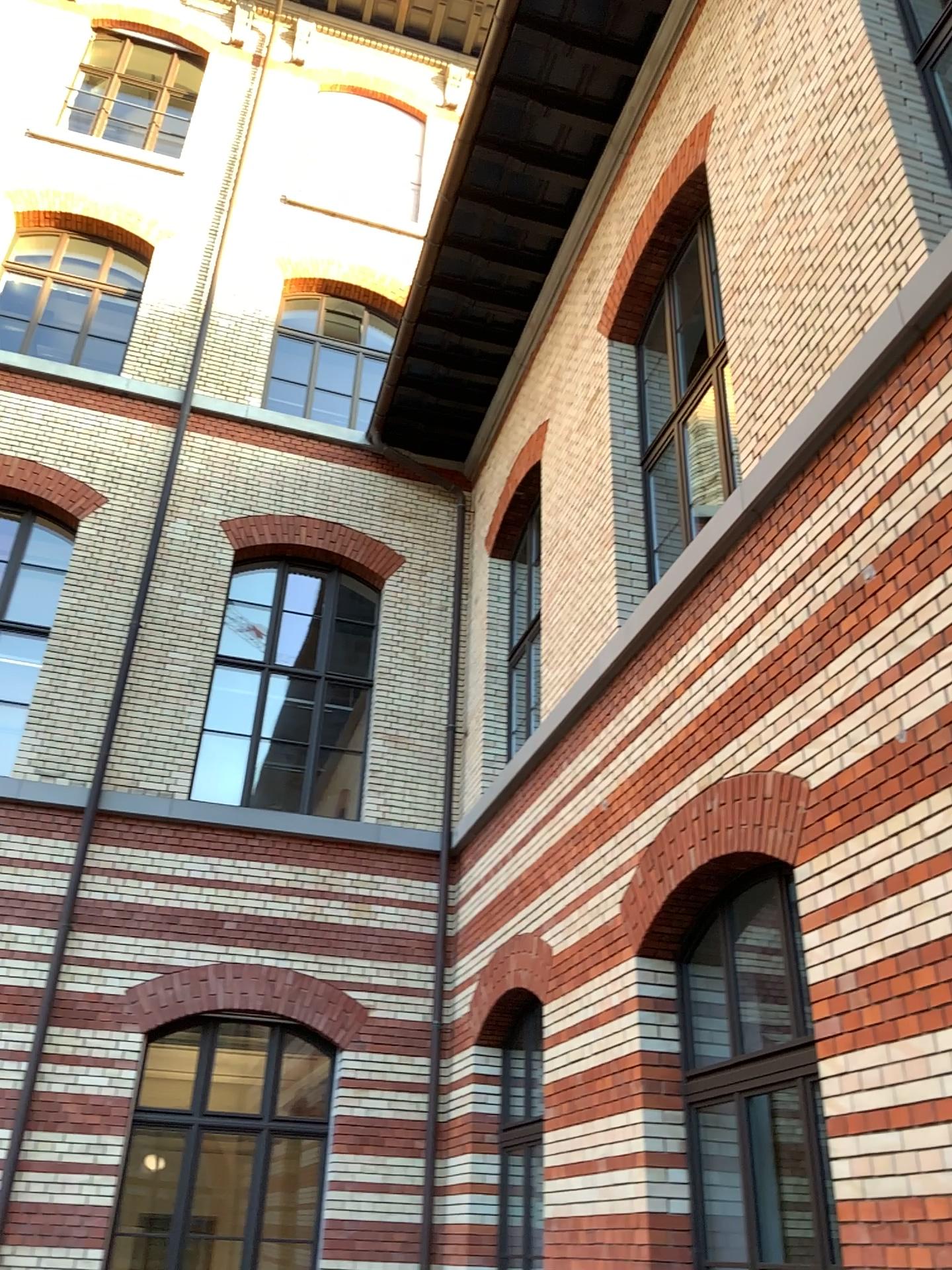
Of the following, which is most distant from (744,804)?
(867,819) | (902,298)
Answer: (902,298)
